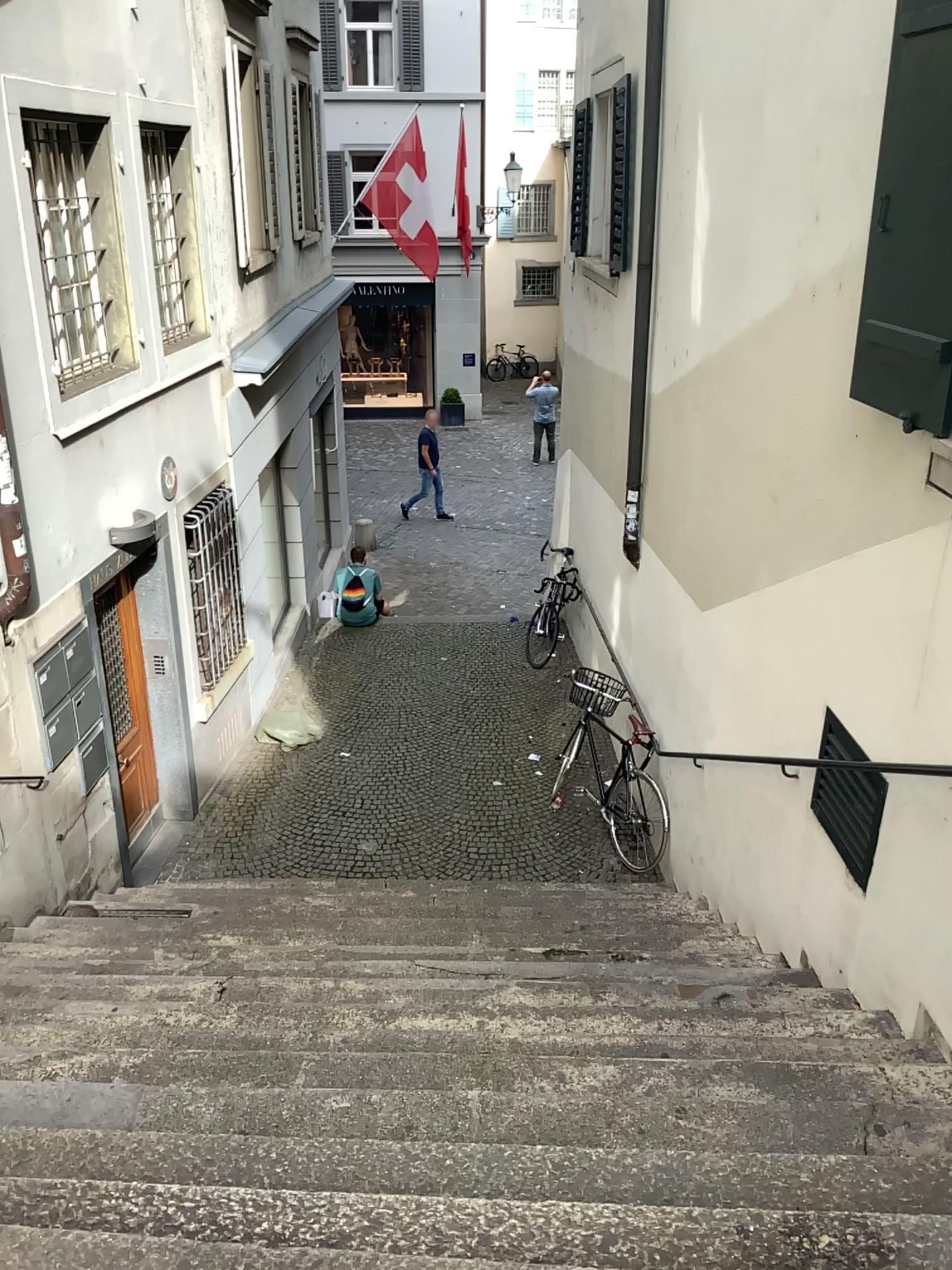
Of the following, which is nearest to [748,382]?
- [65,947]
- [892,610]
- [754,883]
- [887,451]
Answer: [887,451]

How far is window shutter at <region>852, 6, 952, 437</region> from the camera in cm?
301

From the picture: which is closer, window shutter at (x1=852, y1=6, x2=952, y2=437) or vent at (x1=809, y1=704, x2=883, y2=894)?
→ window shutter at (x1=852, y1=6, x2=952, y2=437)

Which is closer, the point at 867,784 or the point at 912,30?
the point at 912,30

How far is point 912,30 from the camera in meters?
3.0

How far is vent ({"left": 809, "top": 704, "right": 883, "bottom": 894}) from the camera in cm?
373

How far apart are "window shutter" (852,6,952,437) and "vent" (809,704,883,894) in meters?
1.2

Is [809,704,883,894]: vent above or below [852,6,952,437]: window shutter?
below

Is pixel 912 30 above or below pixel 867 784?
above
